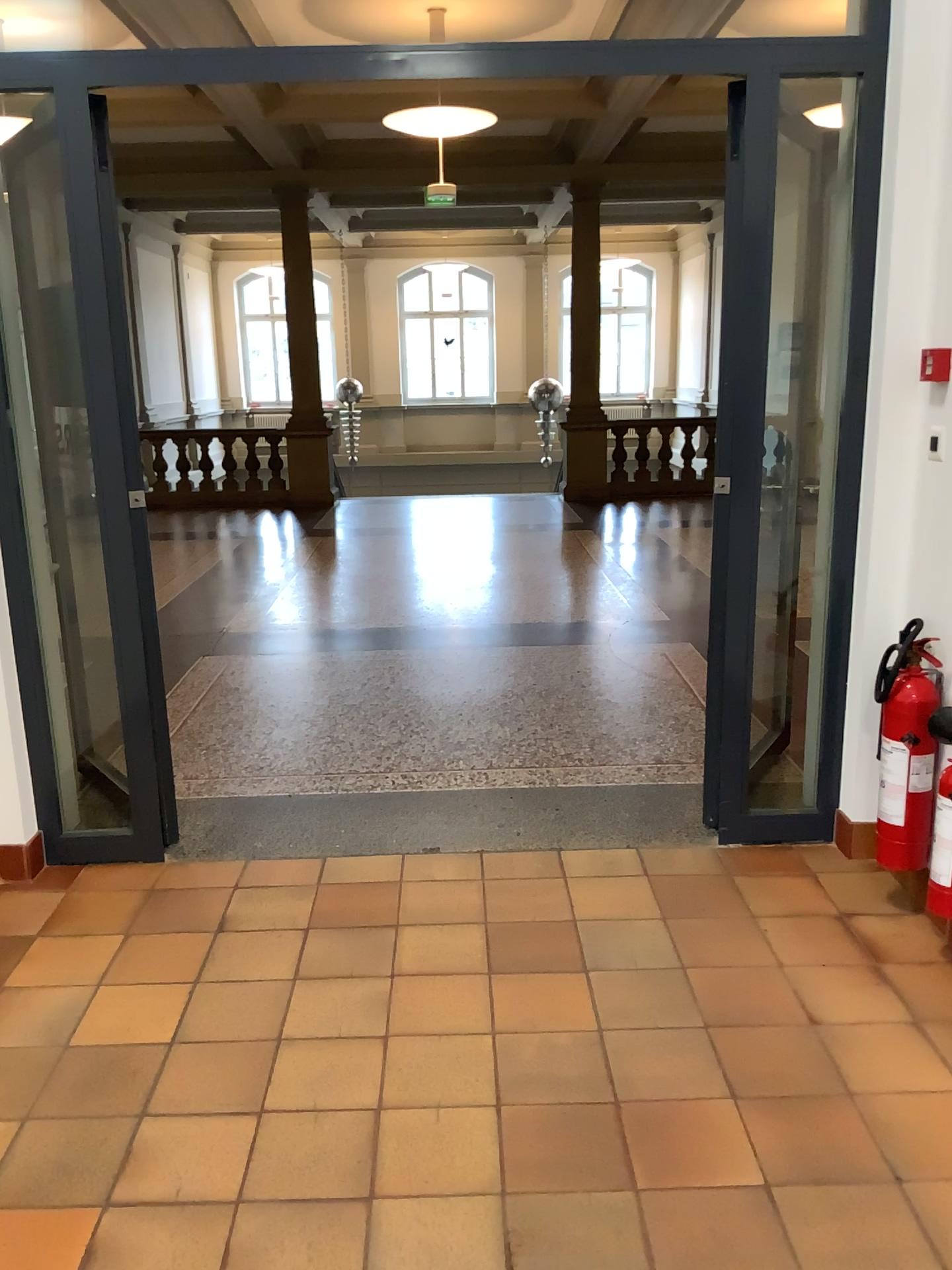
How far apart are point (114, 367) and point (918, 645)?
2.4 meters

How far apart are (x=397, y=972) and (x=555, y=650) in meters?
3.0 m

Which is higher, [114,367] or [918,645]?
[114,367]

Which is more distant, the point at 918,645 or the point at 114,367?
the point at 114,367

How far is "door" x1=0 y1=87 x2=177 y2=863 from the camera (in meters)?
3.07

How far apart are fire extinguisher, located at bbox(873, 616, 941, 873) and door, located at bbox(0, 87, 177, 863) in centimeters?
215cm

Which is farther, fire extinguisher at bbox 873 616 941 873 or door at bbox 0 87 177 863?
door at bbox 0 87 177 863

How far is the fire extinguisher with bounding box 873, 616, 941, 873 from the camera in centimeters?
272cm
